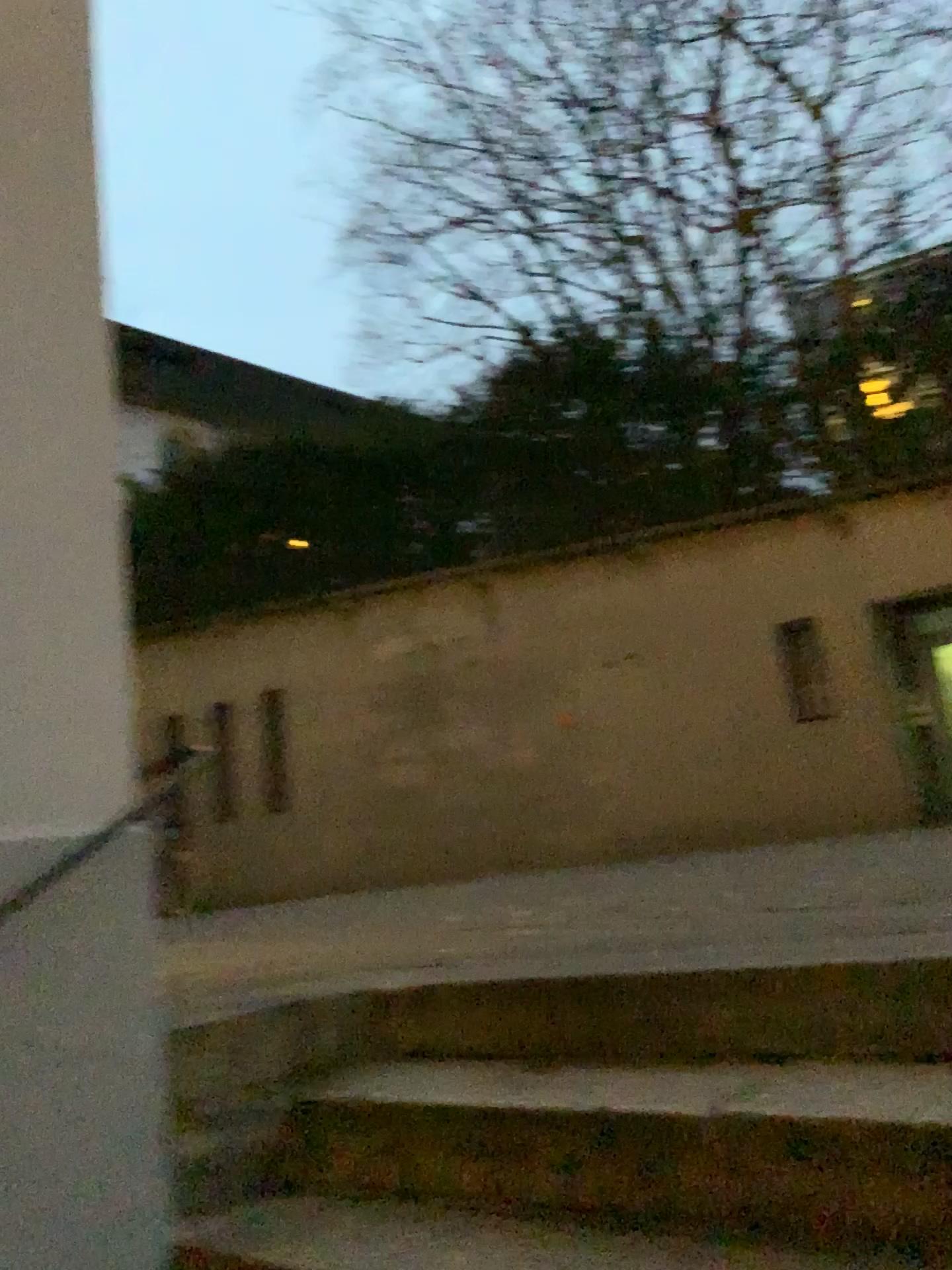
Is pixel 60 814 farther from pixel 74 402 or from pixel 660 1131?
pixel 660 1131
